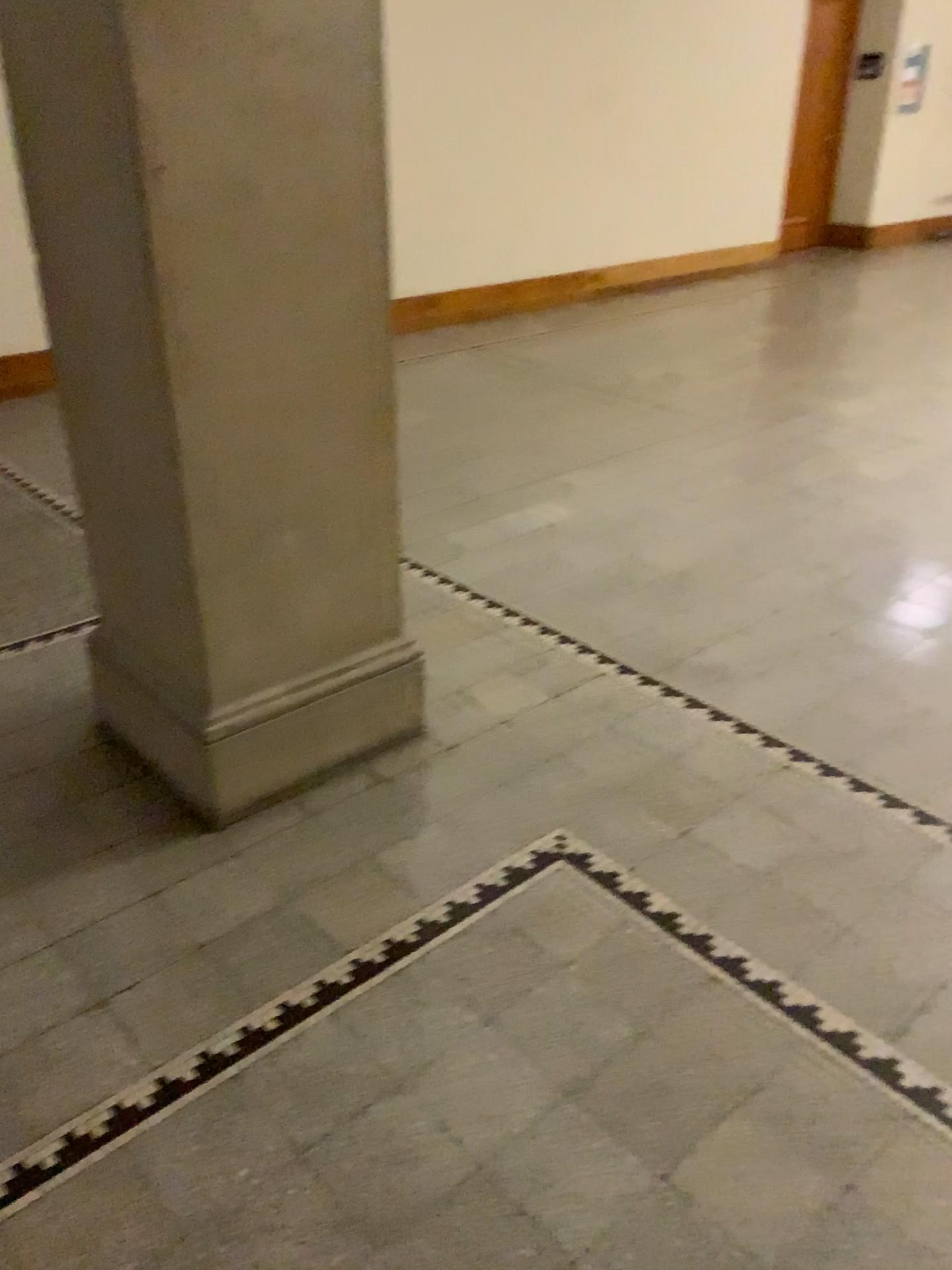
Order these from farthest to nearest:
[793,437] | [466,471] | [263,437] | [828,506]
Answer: [793,437], [466,471], [828,506], [263,437]

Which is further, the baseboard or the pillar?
the baseboard

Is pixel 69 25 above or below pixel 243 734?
above

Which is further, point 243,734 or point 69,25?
point 243,734
